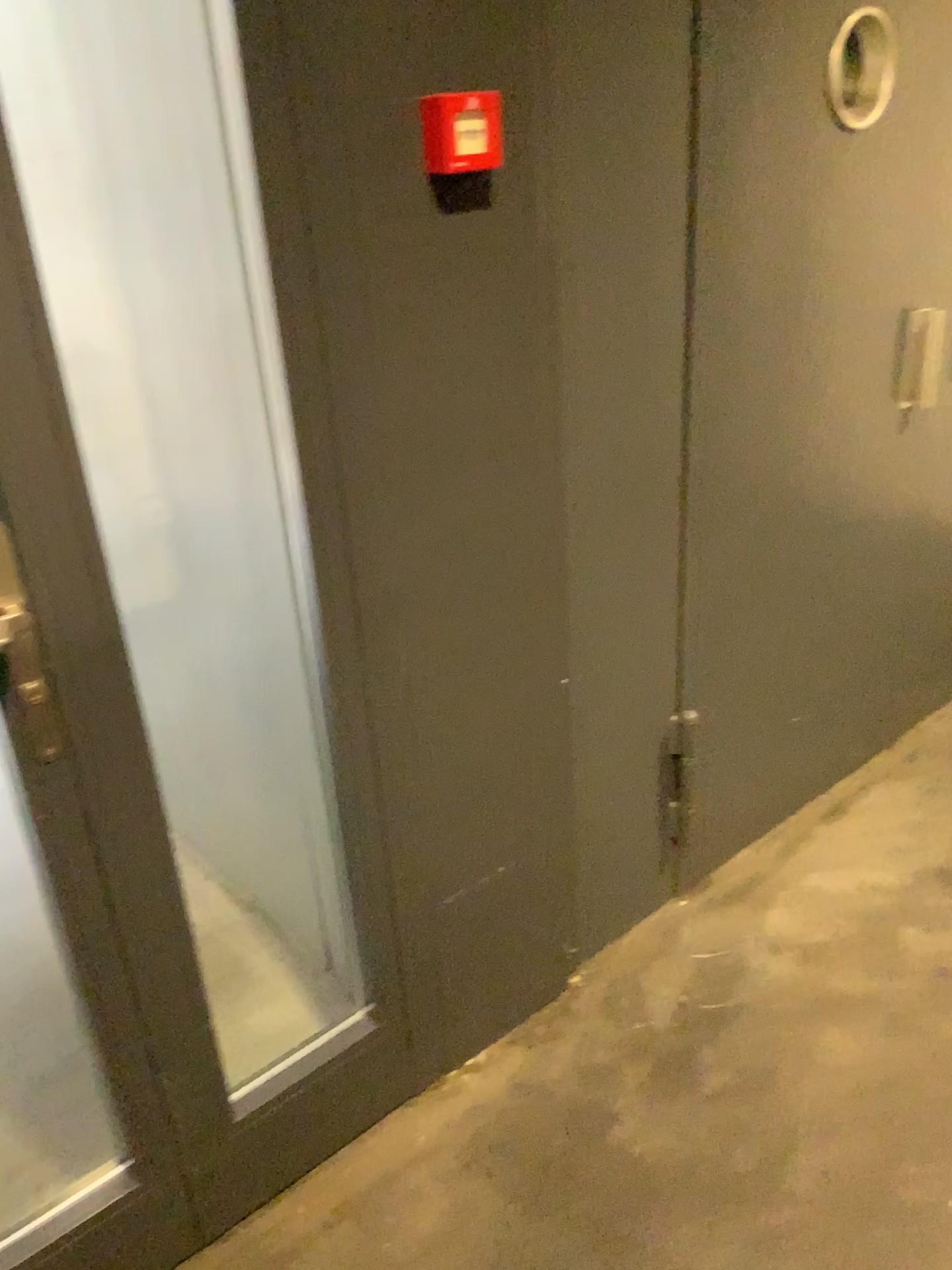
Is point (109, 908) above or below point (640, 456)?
below

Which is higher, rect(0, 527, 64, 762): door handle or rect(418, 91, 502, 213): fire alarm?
rect(418, 91, 502, 213): fire alarm

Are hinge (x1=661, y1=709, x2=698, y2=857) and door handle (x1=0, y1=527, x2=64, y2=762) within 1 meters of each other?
no

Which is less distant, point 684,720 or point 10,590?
point 10,590

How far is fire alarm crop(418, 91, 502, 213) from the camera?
1.28m

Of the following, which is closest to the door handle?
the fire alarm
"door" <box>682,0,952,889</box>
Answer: the fire alarm

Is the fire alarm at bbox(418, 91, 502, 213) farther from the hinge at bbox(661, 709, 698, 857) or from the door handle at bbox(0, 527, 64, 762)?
the hinge at bbox(661, 709, 698, 857)

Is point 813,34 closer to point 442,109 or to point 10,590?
point 442,109

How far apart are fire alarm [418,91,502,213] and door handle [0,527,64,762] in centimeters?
68cm

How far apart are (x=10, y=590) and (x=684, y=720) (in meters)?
1.36
